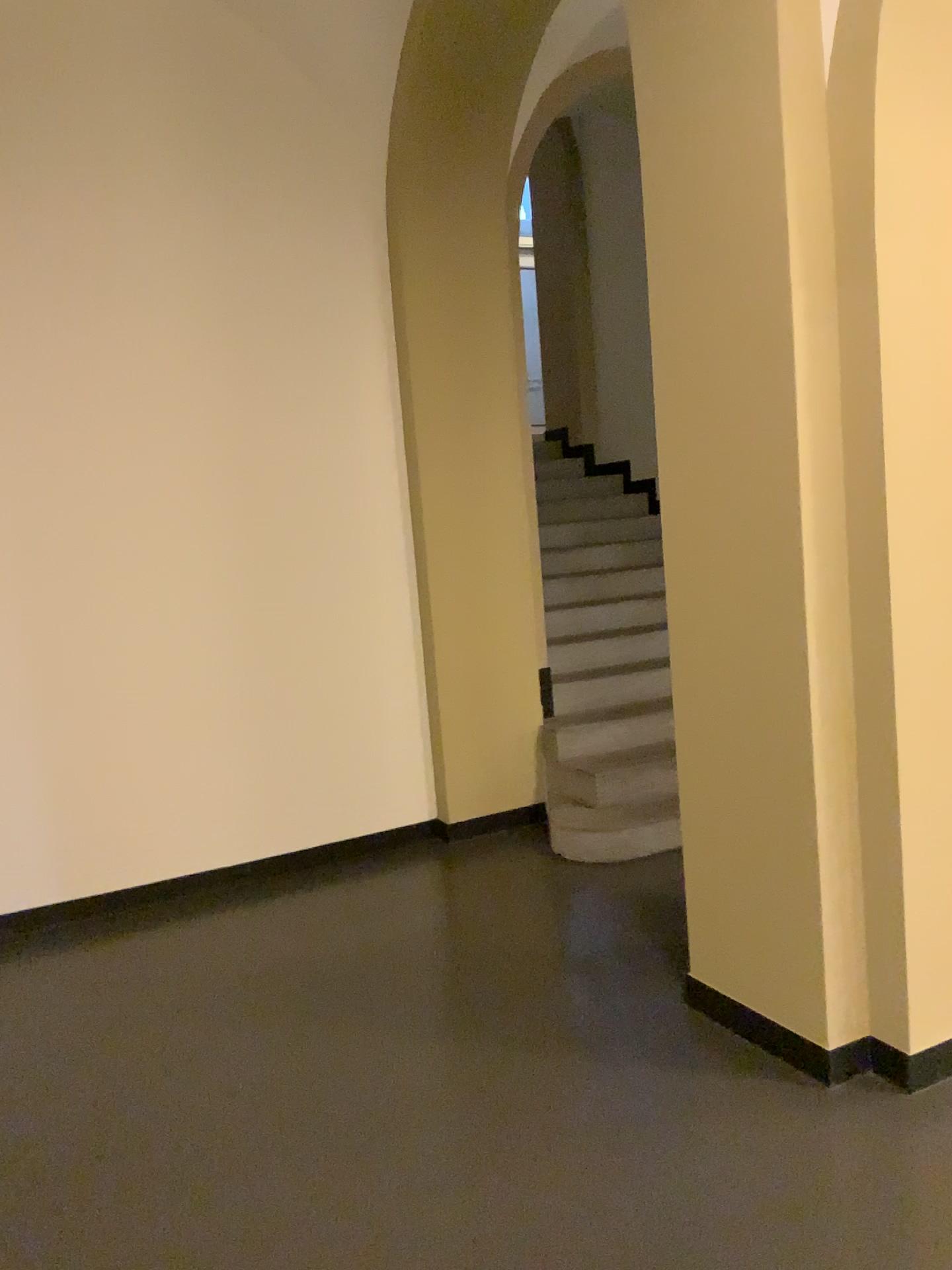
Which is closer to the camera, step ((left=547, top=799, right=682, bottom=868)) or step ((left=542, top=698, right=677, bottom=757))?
step ((left=547, top=799, right=682, bottom=868))

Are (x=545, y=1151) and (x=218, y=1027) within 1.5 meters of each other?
yes

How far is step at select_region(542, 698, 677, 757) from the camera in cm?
502

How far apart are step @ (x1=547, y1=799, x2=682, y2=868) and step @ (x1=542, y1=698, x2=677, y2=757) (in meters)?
0.31

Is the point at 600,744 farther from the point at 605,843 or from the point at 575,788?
the point at 605,843

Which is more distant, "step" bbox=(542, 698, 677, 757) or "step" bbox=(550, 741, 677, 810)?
"step" bbox=(542, 698, 677, 757)

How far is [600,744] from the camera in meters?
5.0

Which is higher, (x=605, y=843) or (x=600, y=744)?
(x=600, y=744)

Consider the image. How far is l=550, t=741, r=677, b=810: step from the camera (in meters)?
4.72

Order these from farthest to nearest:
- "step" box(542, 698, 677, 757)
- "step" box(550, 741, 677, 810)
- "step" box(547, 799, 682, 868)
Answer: "step" box(542, 698, 677, 757), "step" box(550, 741, 677, 810), "step" box(547, 799, 682, 868)
